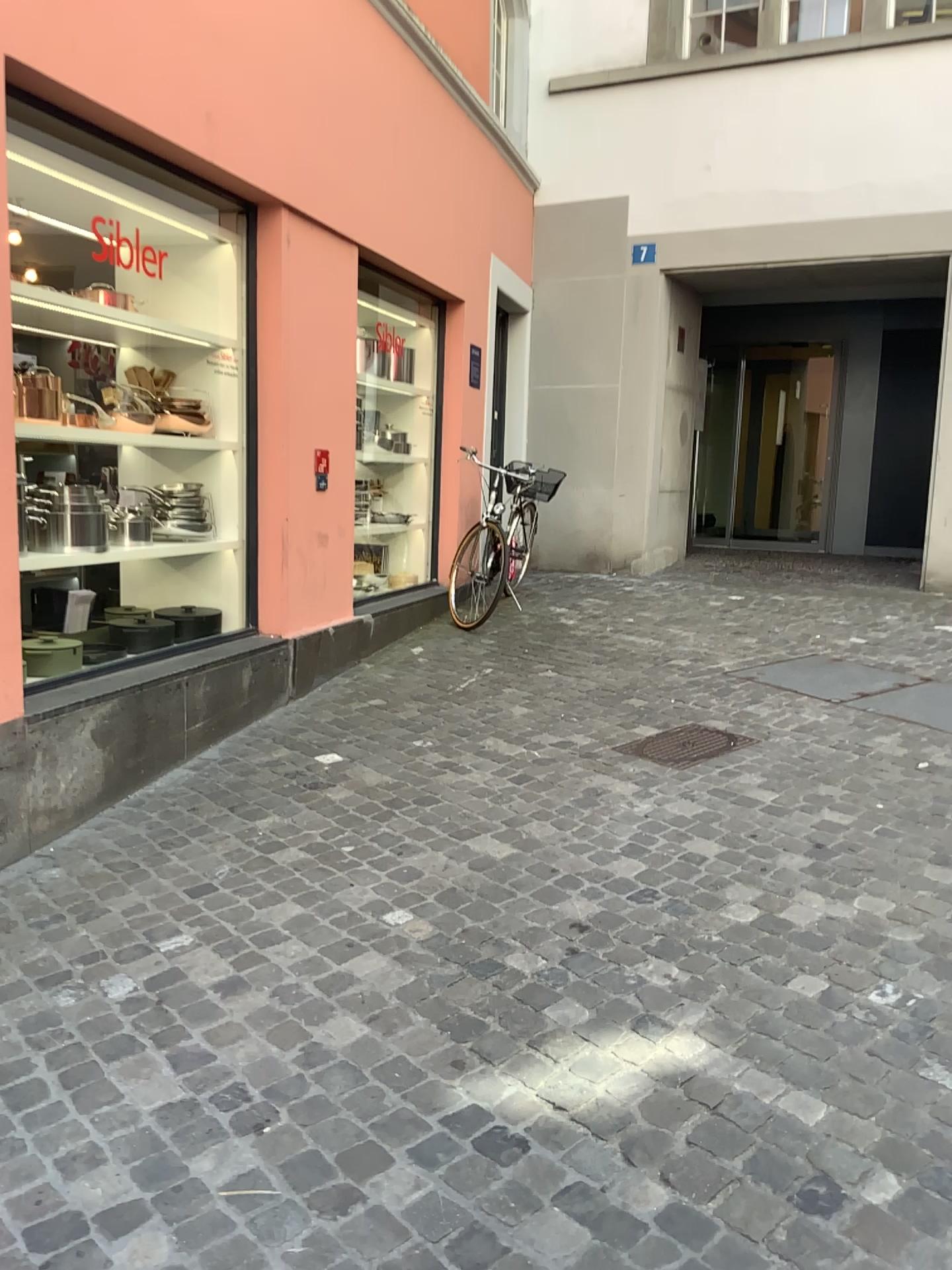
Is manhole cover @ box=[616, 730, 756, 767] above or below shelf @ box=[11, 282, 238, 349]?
below

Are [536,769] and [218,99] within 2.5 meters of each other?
no

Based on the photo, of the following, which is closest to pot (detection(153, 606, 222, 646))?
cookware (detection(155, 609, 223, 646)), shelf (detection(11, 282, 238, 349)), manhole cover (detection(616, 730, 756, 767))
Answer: cookware (detection(155, 609, 223, 646))

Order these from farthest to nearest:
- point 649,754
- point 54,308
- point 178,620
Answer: point 178,620 < point 649,754 < point 54,308

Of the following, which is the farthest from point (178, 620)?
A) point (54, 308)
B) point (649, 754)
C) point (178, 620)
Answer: point (649, 754)

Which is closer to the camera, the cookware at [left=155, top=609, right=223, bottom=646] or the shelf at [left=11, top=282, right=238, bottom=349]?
the shelf at [left=11, top=282, right=238, bottom=349]

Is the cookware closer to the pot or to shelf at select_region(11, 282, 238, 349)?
the pot

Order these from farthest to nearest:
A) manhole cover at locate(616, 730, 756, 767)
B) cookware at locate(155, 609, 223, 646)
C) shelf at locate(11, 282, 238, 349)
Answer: cookware at locate(155, 609, 223, 646) → manhole cover at locate(616, 730, 756, 767) → shelf at locate(11, 282, 238, 349)

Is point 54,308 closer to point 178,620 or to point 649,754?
point 178,620

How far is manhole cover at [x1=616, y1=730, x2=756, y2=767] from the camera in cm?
412
